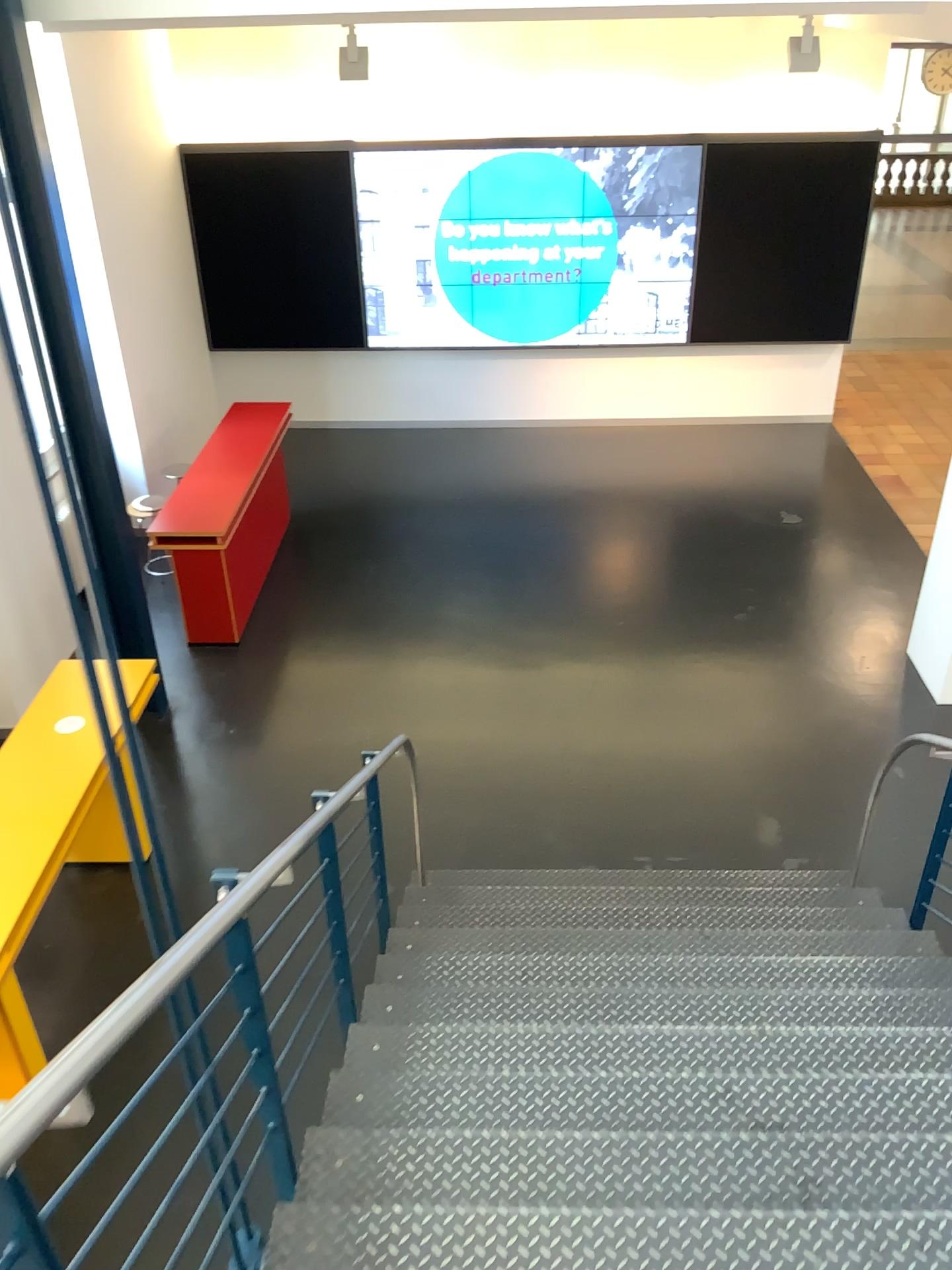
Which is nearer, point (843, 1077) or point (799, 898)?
point (843, 1077)
